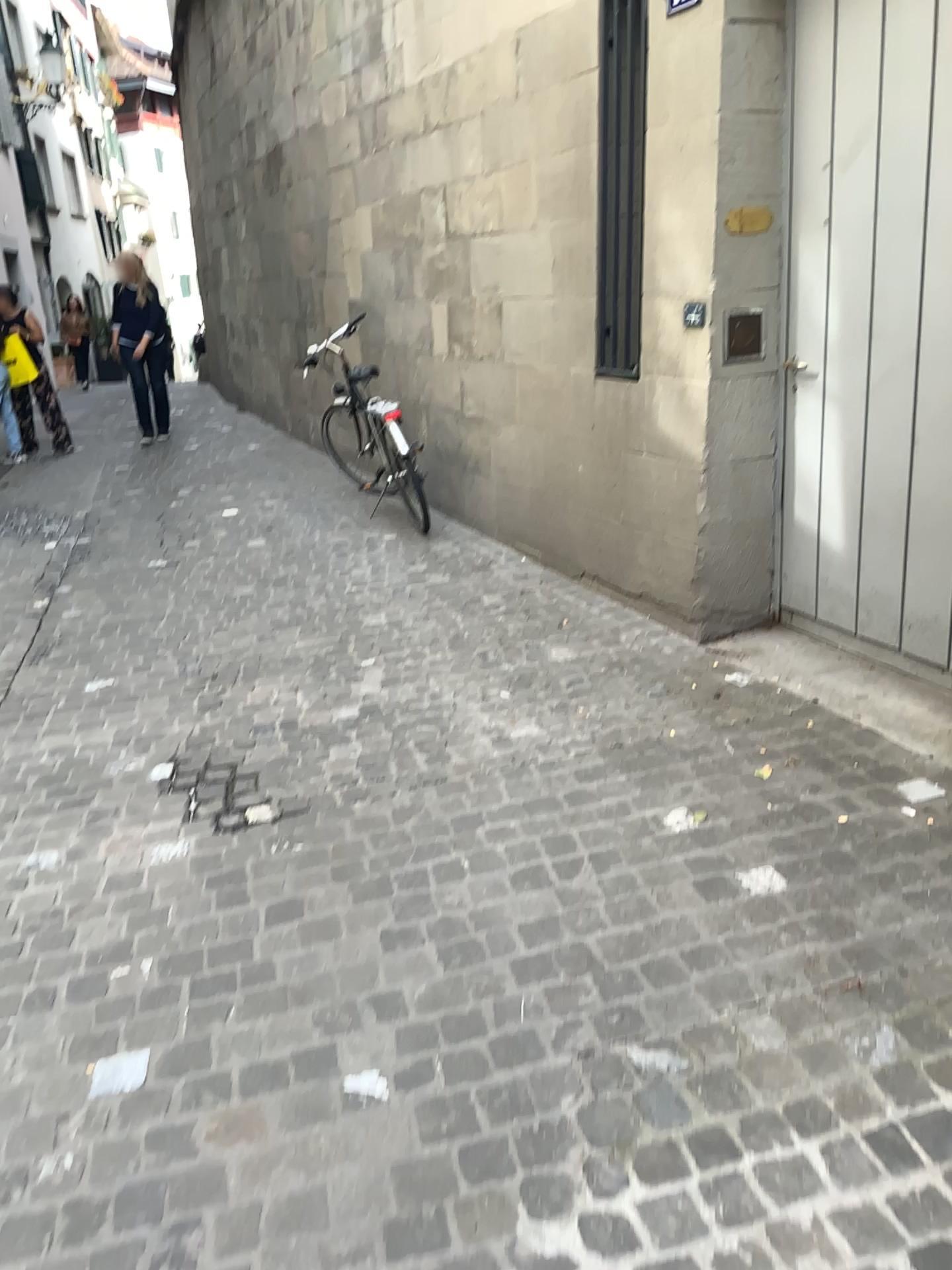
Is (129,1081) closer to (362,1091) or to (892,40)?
(362,1091)

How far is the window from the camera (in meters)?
3.89

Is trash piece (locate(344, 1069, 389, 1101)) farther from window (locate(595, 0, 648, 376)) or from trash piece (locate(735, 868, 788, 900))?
window (locate(595, 0, 648, 376))

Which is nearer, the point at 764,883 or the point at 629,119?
the point at 764,883

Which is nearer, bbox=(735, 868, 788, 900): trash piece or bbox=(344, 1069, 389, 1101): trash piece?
bbox=(344, 1069, 389, 1101): trash piece

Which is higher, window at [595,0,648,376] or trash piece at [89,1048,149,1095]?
window at [595,0,648,376]

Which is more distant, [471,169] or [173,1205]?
[471,169]

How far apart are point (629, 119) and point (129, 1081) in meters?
3.5 m

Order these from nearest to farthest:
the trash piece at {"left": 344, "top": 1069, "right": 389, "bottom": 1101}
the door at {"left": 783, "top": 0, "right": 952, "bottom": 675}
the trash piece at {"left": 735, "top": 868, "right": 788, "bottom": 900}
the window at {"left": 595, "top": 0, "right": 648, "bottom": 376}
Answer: the trash piece at {"left": 344, "top": 1069, "right": 389, "bottom": 1101} → the trash piece at {"left": 735, "top": 868, "right": 788, "bottom": 900} → the door at {"left": 783, "top": 0, "right": 952, "bottom": 675} → the window at {"left": 595, "top": 0, "right": 648, "bottom": 376}

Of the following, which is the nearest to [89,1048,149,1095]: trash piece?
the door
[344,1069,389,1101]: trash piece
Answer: [344,1069,389,1101]: trash piece
